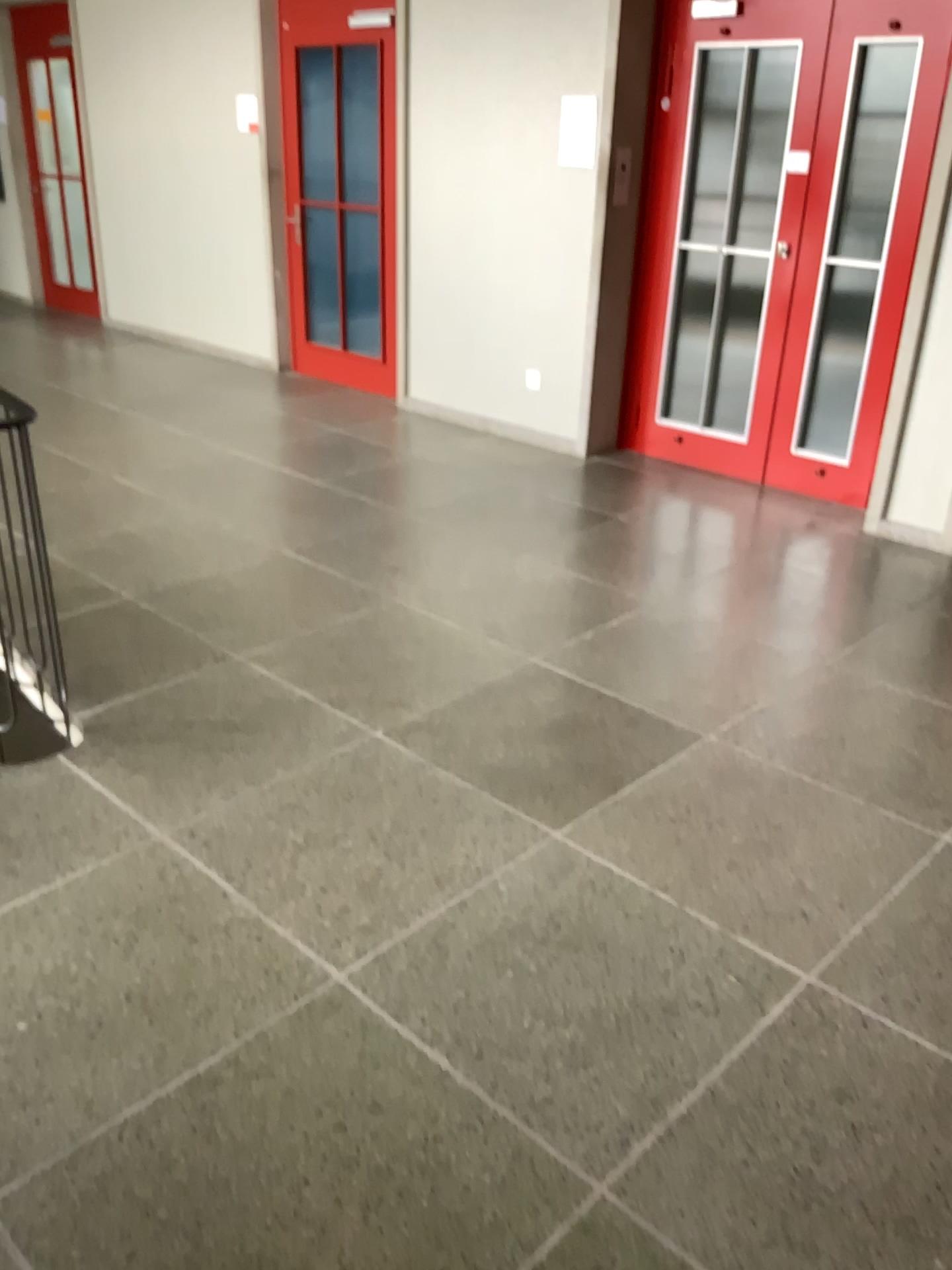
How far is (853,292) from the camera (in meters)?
4.89

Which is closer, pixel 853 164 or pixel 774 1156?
pixel 774 1156

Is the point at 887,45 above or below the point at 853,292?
above

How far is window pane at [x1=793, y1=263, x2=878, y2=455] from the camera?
4.89m

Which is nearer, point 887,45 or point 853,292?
point 887,45

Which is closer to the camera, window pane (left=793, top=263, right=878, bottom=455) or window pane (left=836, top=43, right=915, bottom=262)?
window pane (left=836, top=43, right=915, bottom=262)
